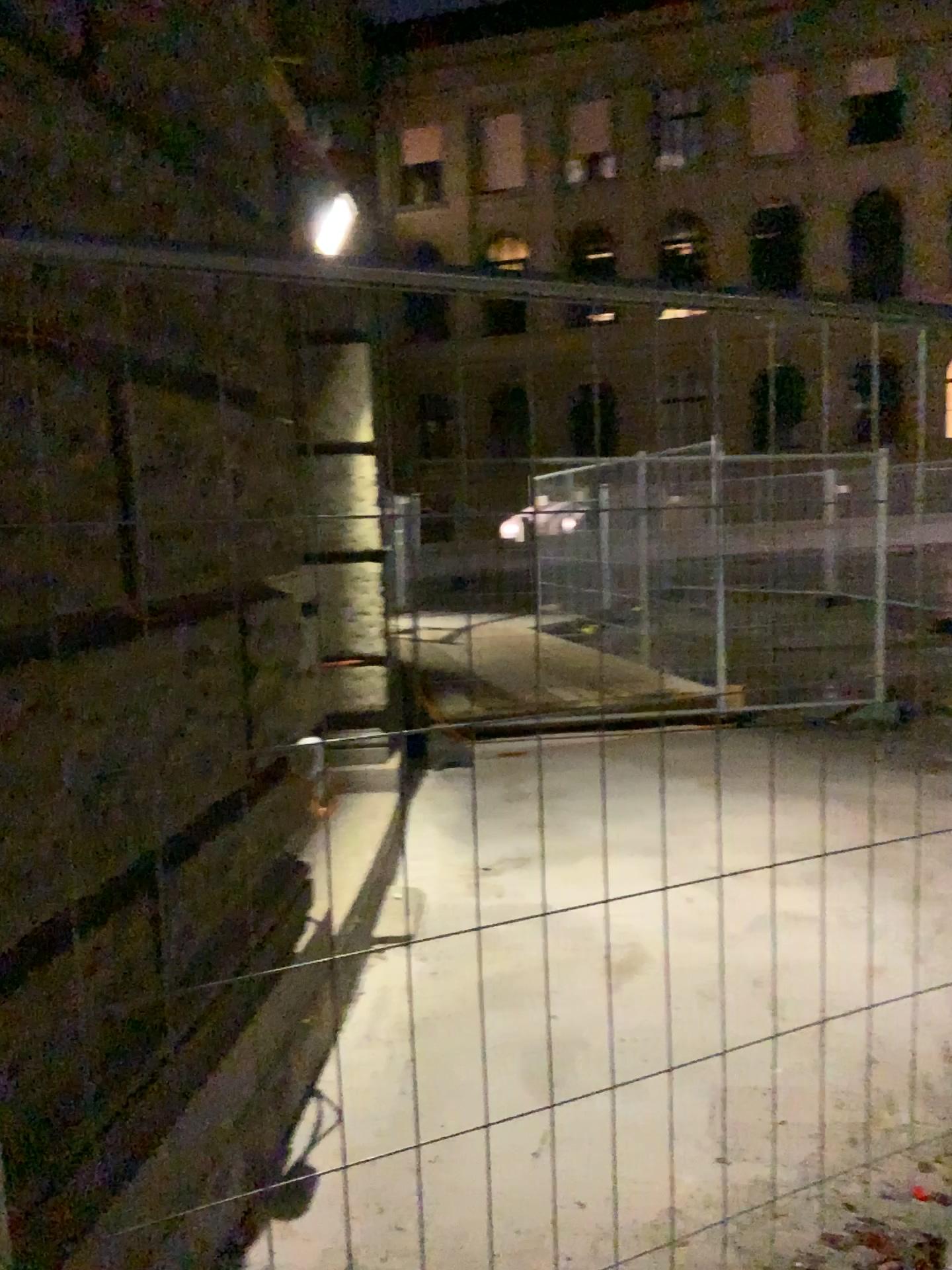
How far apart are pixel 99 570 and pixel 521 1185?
1.7m
